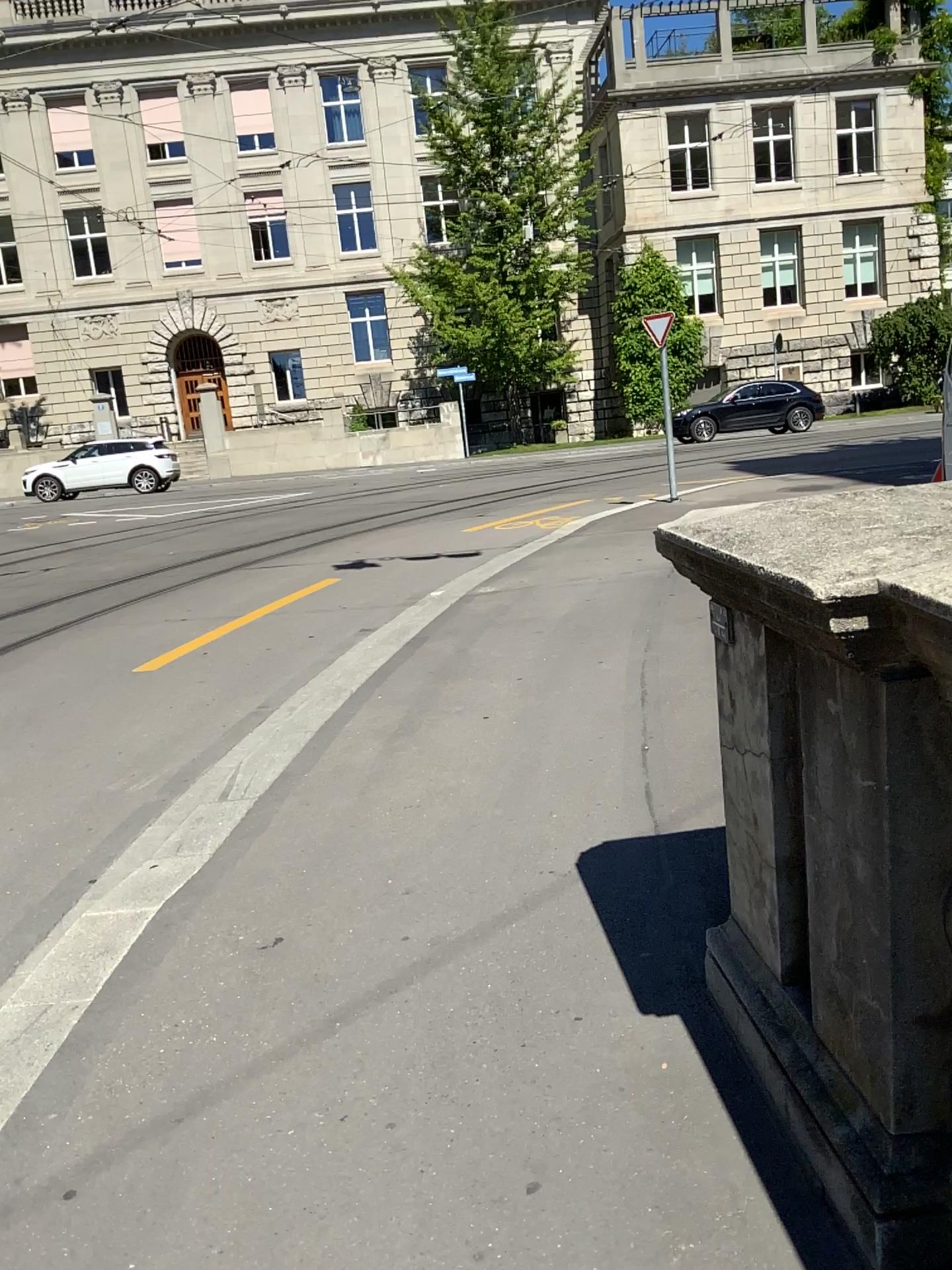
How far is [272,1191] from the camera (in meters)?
1.91
